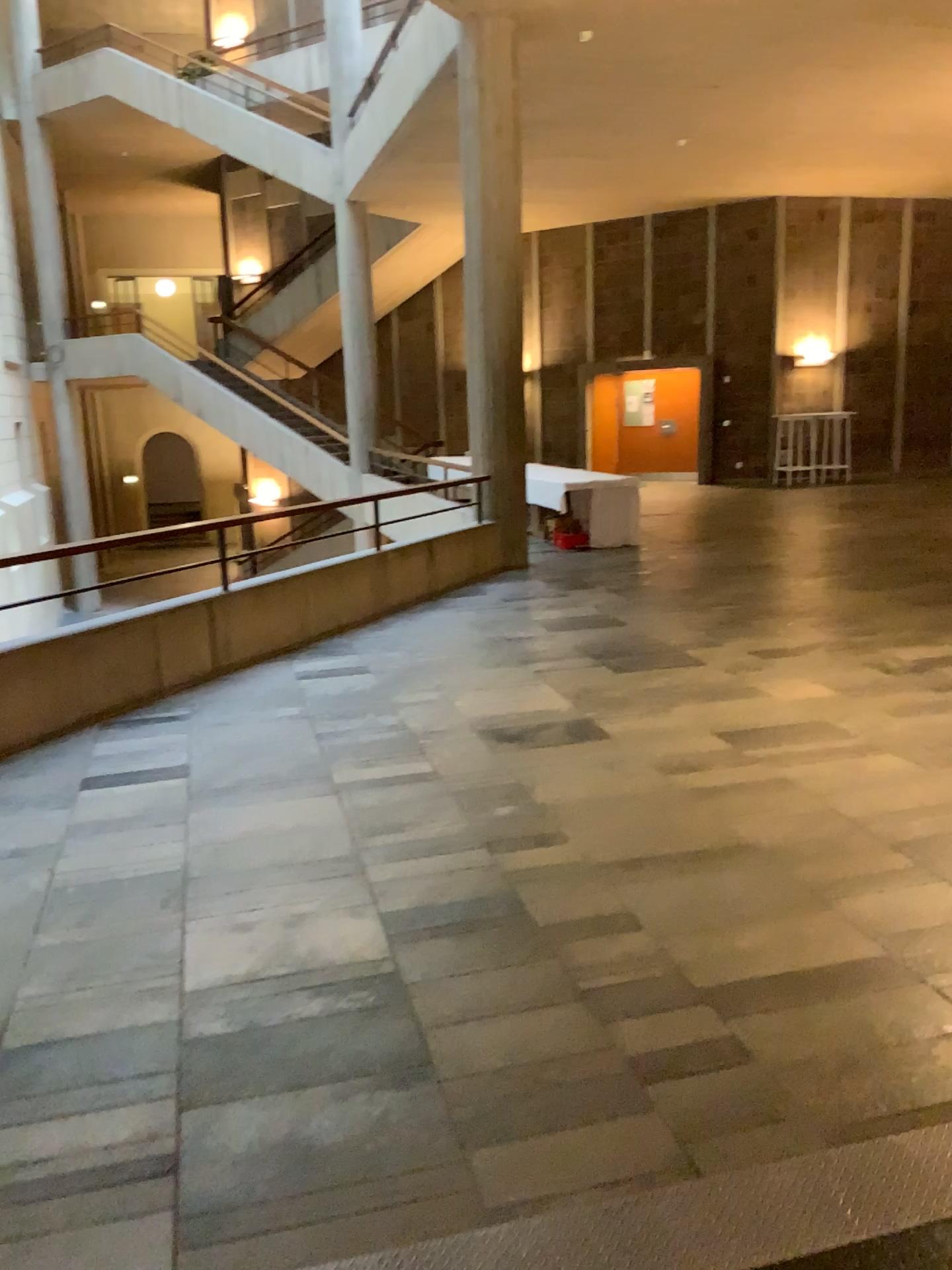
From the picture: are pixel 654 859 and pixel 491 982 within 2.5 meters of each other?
yes
